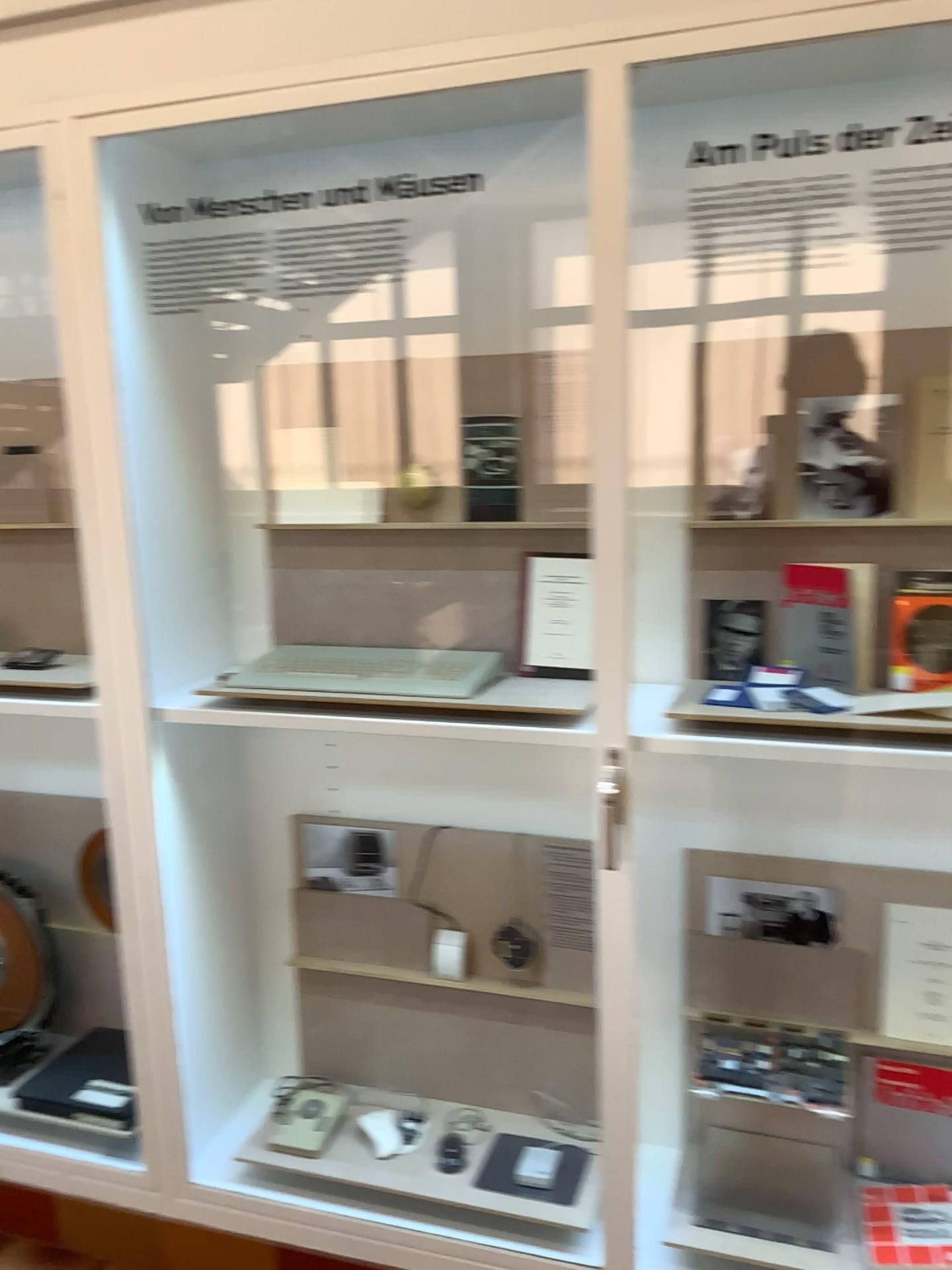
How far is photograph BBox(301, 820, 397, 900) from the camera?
2.2 meters

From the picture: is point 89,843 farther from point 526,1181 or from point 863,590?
point 863,590

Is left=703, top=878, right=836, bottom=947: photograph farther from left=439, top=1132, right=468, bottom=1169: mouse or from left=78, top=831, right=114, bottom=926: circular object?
left=78, top=831, right=114, bottom=926: circular object

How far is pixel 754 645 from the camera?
1.9 meters

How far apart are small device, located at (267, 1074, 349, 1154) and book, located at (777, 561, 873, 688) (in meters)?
1.32

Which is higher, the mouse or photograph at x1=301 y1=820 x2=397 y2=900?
photograph at x1=301 y1=820 x2=397 y2=900

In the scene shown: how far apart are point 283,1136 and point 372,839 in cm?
61

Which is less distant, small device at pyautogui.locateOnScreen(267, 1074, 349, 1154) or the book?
the book

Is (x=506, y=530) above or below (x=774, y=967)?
above

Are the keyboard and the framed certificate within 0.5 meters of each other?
yes
